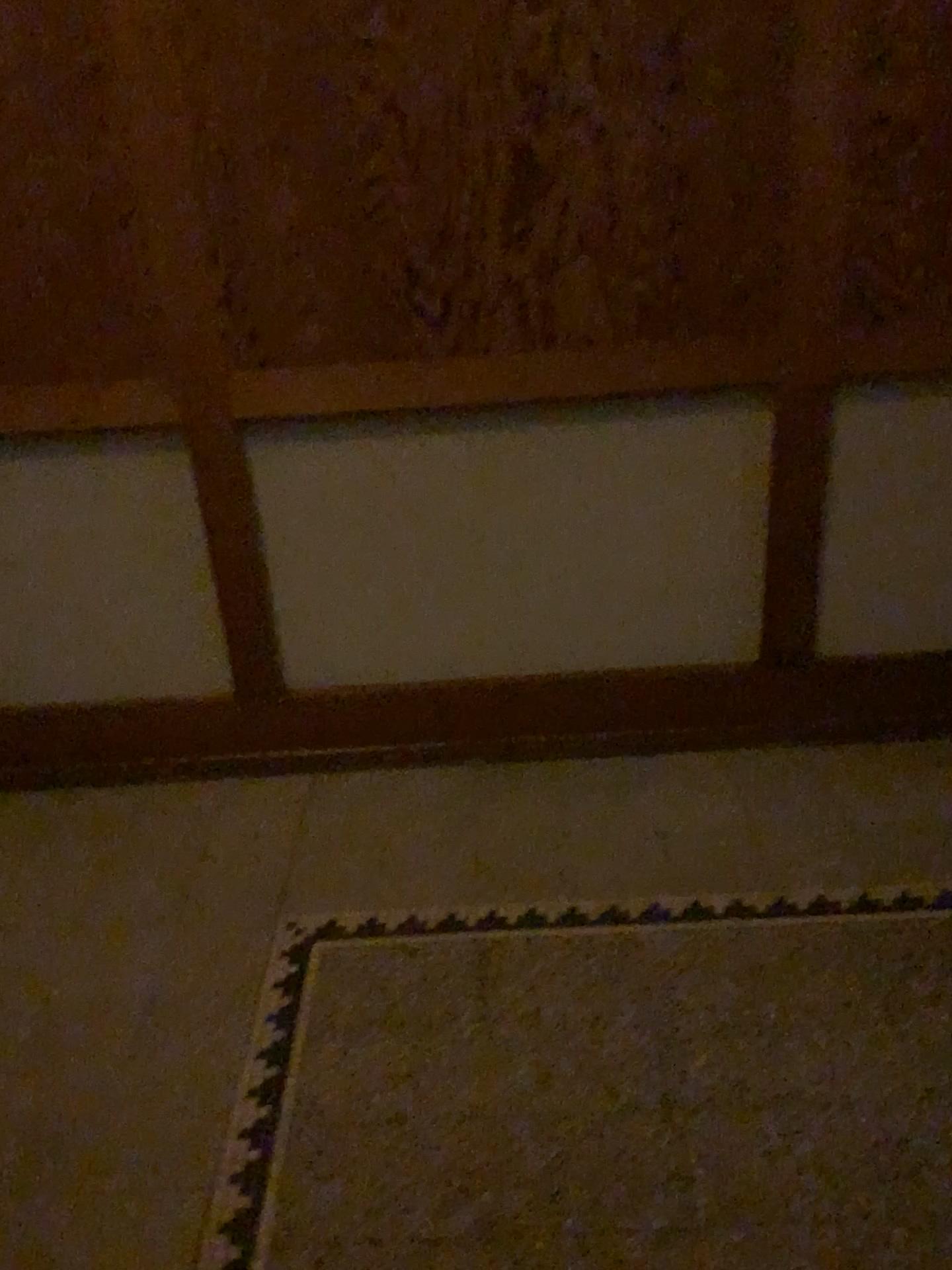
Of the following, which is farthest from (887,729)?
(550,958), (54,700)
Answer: (54,700)
